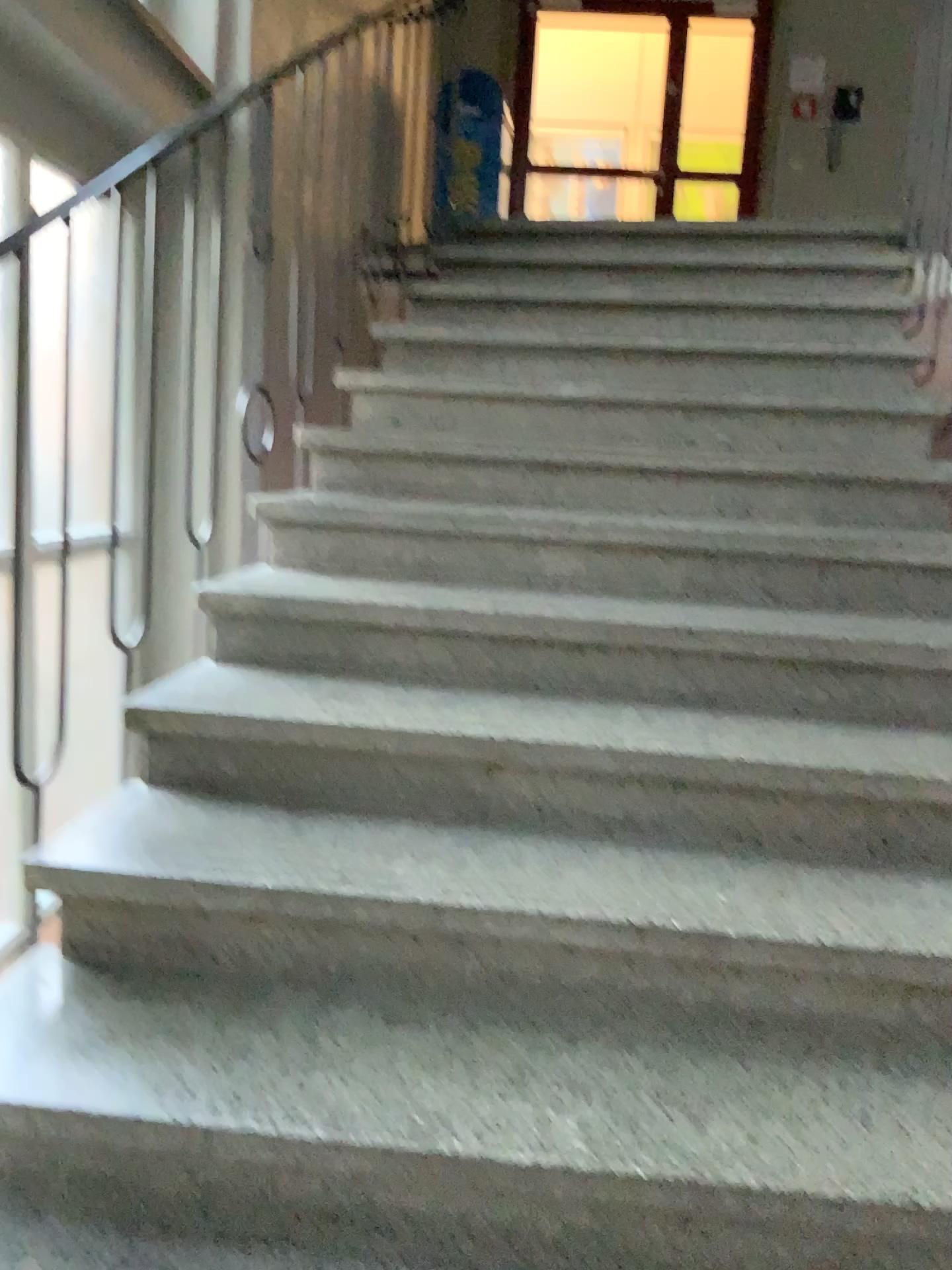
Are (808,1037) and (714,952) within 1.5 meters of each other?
yes
